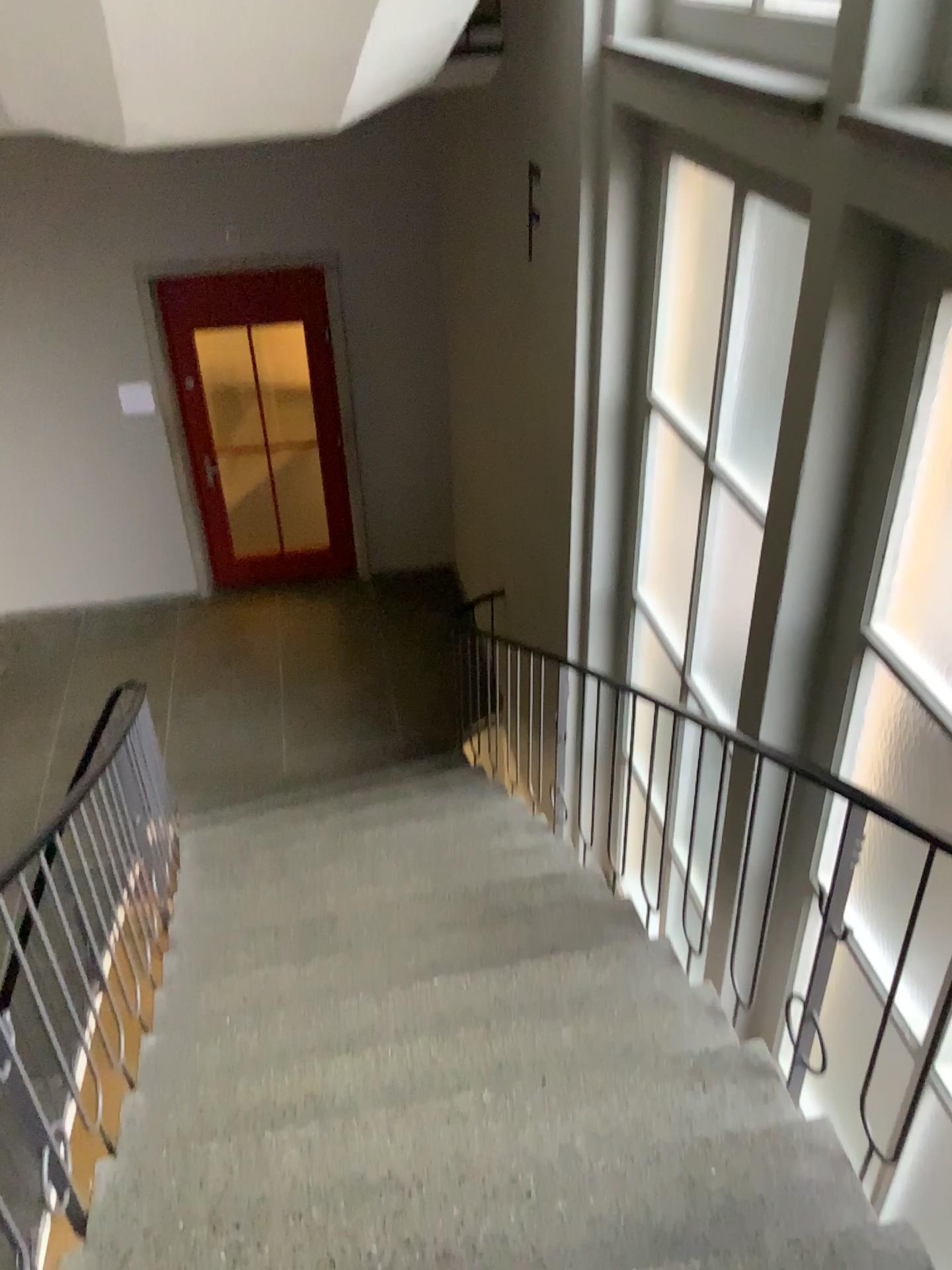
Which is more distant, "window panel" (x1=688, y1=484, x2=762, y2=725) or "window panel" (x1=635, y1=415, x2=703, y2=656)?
"window panel" (x1=635, y1=415, x2=703, y2=656)

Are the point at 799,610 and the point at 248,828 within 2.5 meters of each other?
no

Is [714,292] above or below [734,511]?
above

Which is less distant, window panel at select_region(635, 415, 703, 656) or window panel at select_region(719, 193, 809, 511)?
window panel at select_region(719, 193, 809, 511)

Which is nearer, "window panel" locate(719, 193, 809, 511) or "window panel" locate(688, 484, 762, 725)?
"window panel" locate(719, 193, 809, 511)

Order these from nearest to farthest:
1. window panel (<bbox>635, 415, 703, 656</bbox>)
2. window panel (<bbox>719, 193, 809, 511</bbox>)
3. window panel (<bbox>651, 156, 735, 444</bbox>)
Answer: window panel (<bbox>719, 193, 809, 511</bbox>) → window panel (<bbox>651, 156, 735, 444</bbox>) → window panel (<bbox>635, 415, 703, 656</bbox>)

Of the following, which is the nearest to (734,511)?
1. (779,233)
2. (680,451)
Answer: (680,451)

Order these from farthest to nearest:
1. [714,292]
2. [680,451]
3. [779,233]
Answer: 1. [680,451]
2. [714,292]
3. [779,233]

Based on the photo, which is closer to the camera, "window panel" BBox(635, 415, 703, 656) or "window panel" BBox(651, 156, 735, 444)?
"window panel" BBox(651, 156, 735, 444)

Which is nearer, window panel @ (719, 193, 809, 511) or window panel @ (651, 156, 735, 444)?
window panel @ (719, 193, 809, 511)
